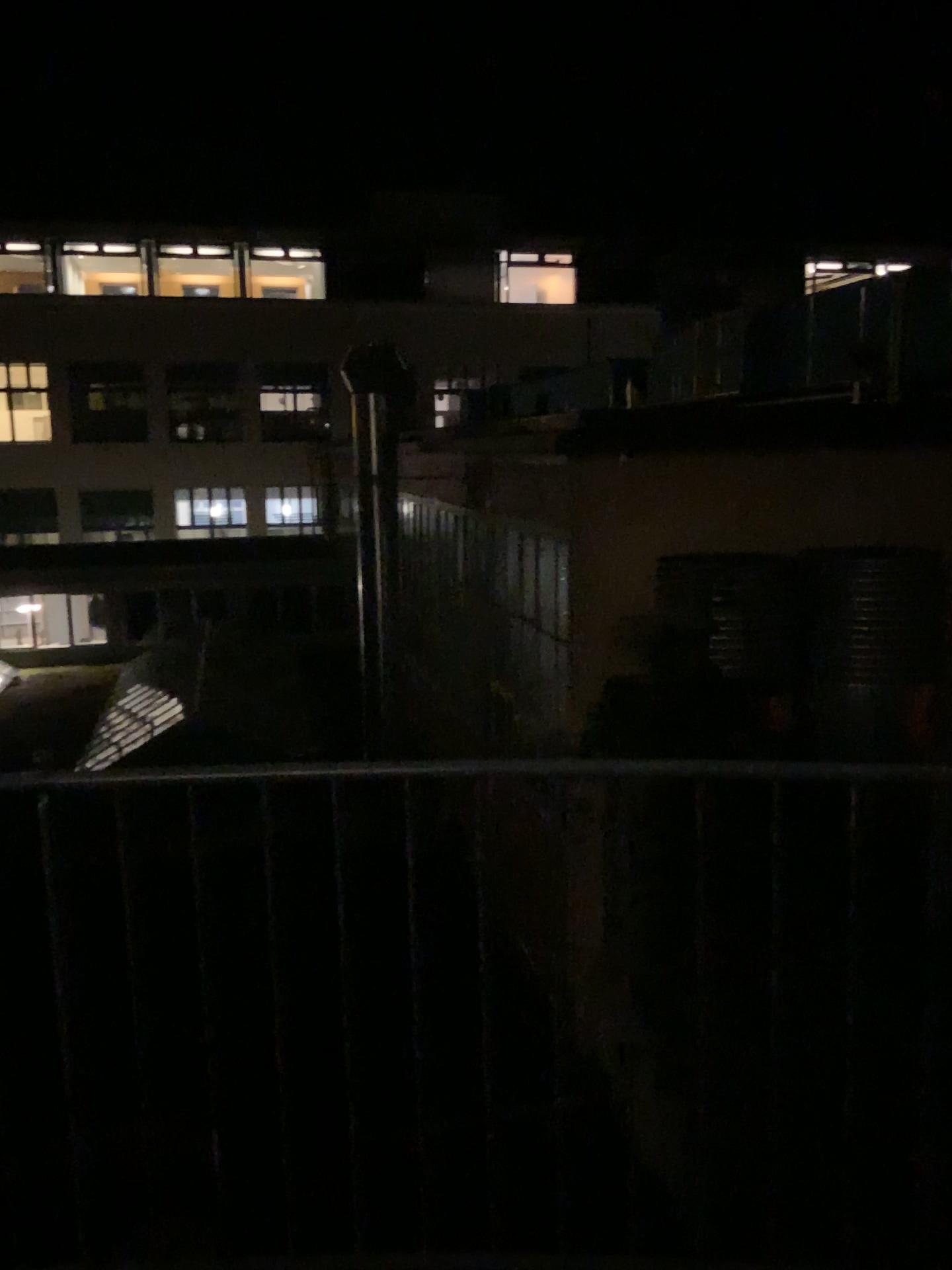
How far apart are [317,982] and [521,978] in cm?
37
